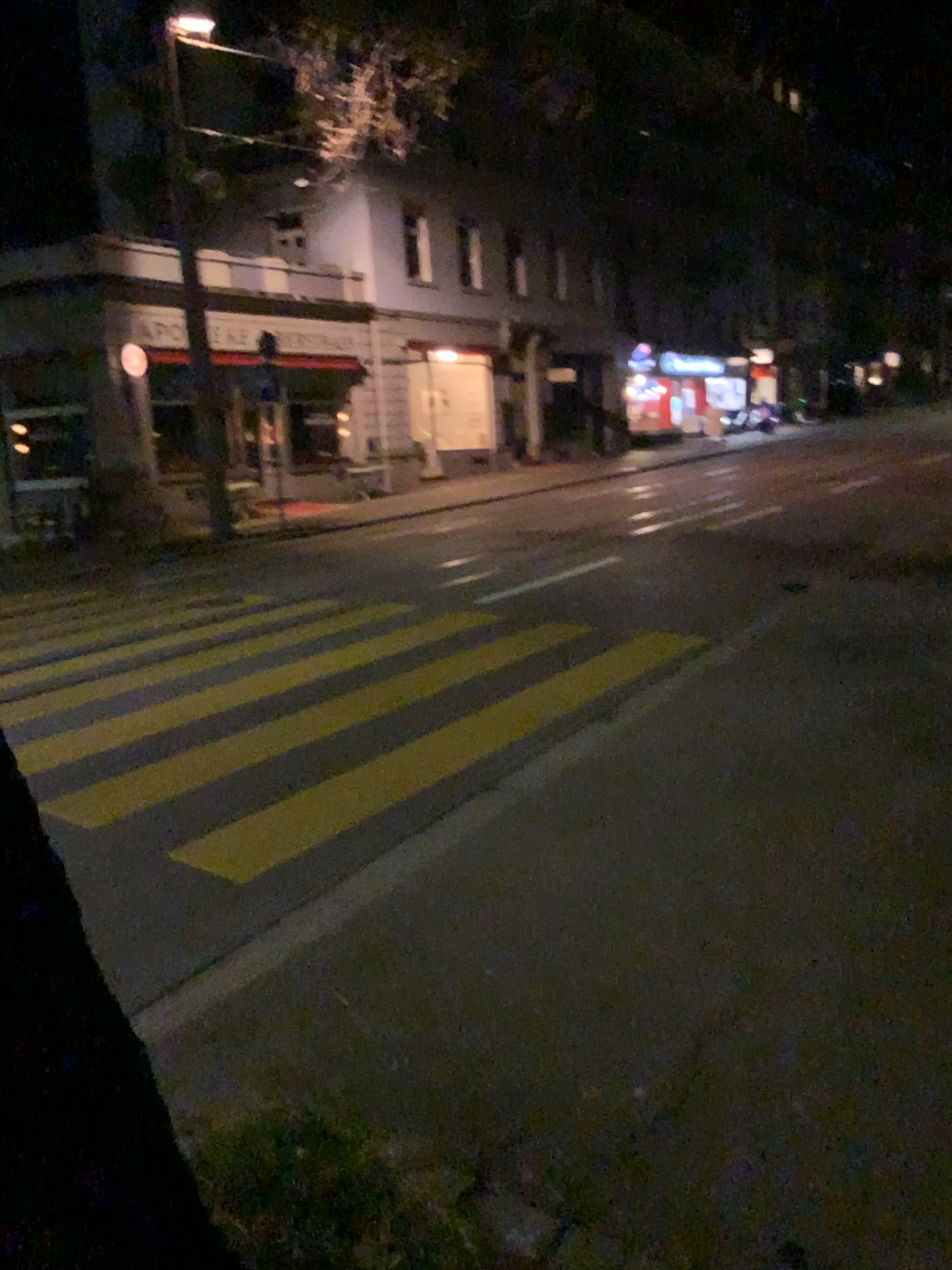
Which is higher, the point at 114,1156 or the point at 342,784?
the point at 114,1156
